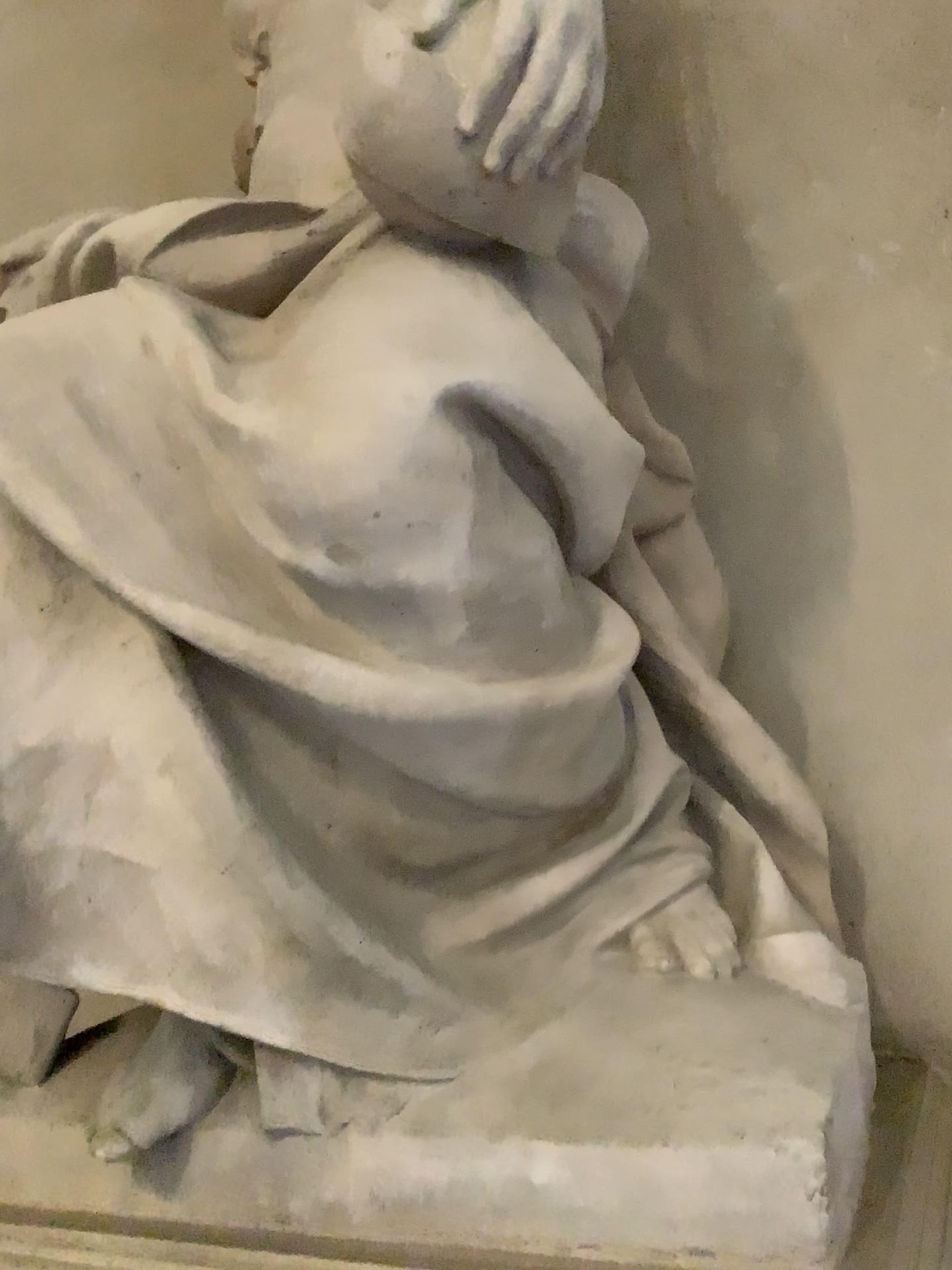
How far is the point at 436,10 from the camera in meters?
1.3 m

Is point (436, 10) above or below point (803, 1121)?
above

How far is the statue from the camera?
1.3 meters

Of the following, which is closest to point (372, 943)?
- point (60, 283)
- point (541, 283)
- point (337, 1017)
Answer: point (337, 1017)
